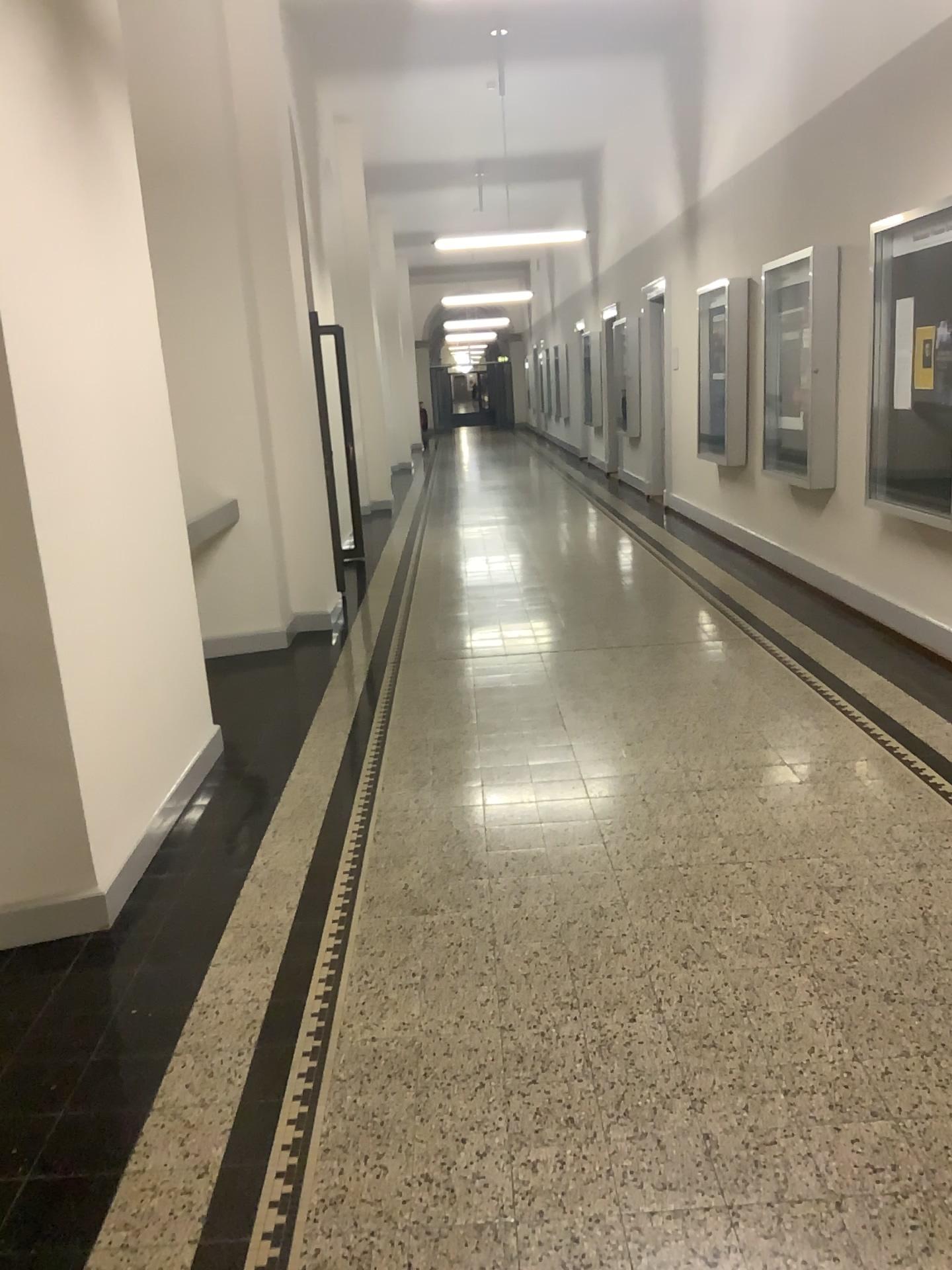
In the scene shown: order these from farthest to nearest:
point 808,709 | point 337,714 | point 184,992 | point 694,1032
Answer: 1. point 337,714
2. point 808,709
3. point 184,992
4. point 694,1032
